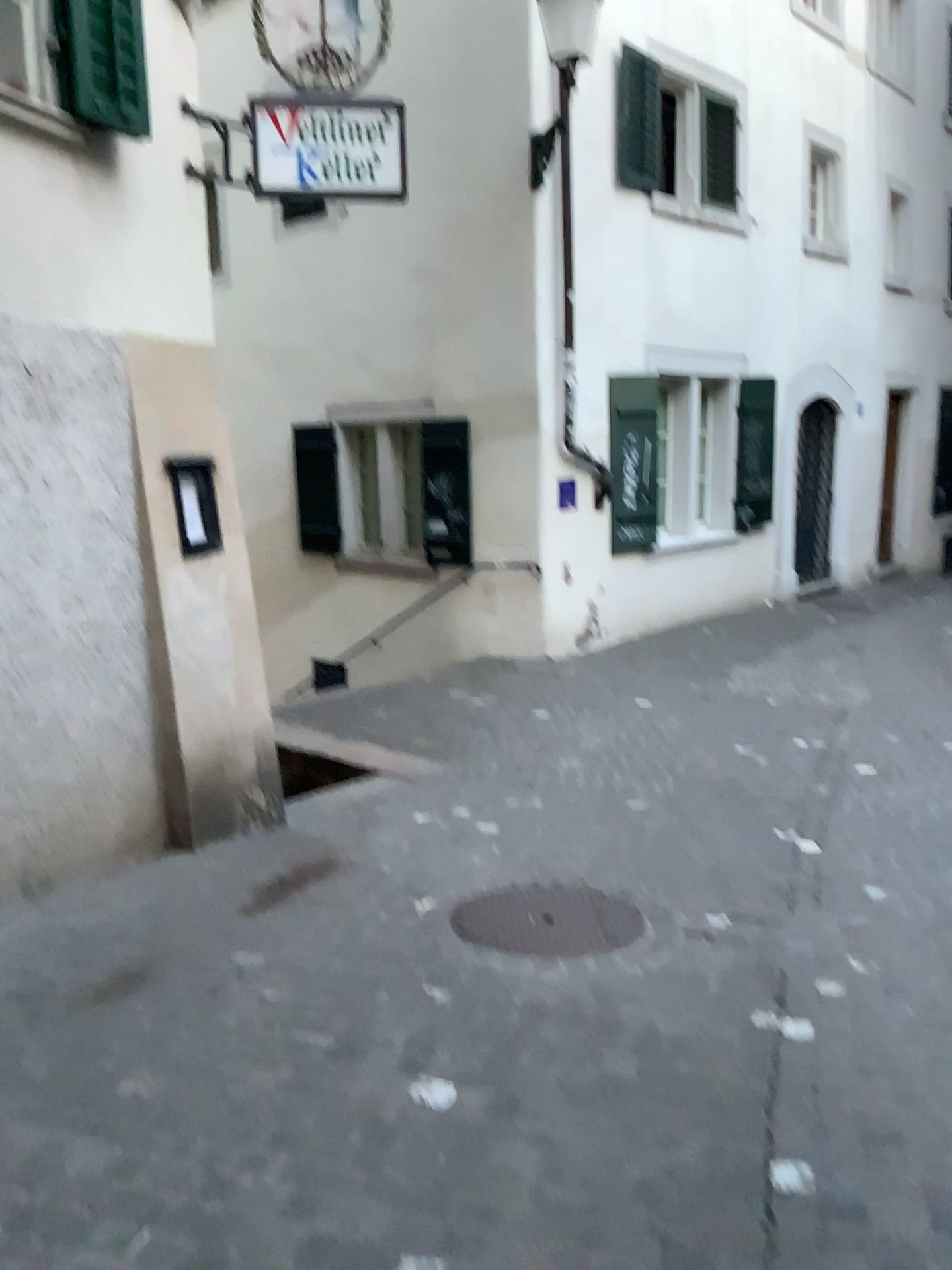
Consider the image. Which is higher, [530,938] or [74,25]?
[74,25]

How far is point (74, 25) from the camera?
3.8 meters

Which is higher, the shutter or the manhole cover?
the shutter

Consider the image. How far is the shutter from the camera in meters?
3.8 m

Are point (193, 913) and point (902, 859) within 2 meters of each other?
no
